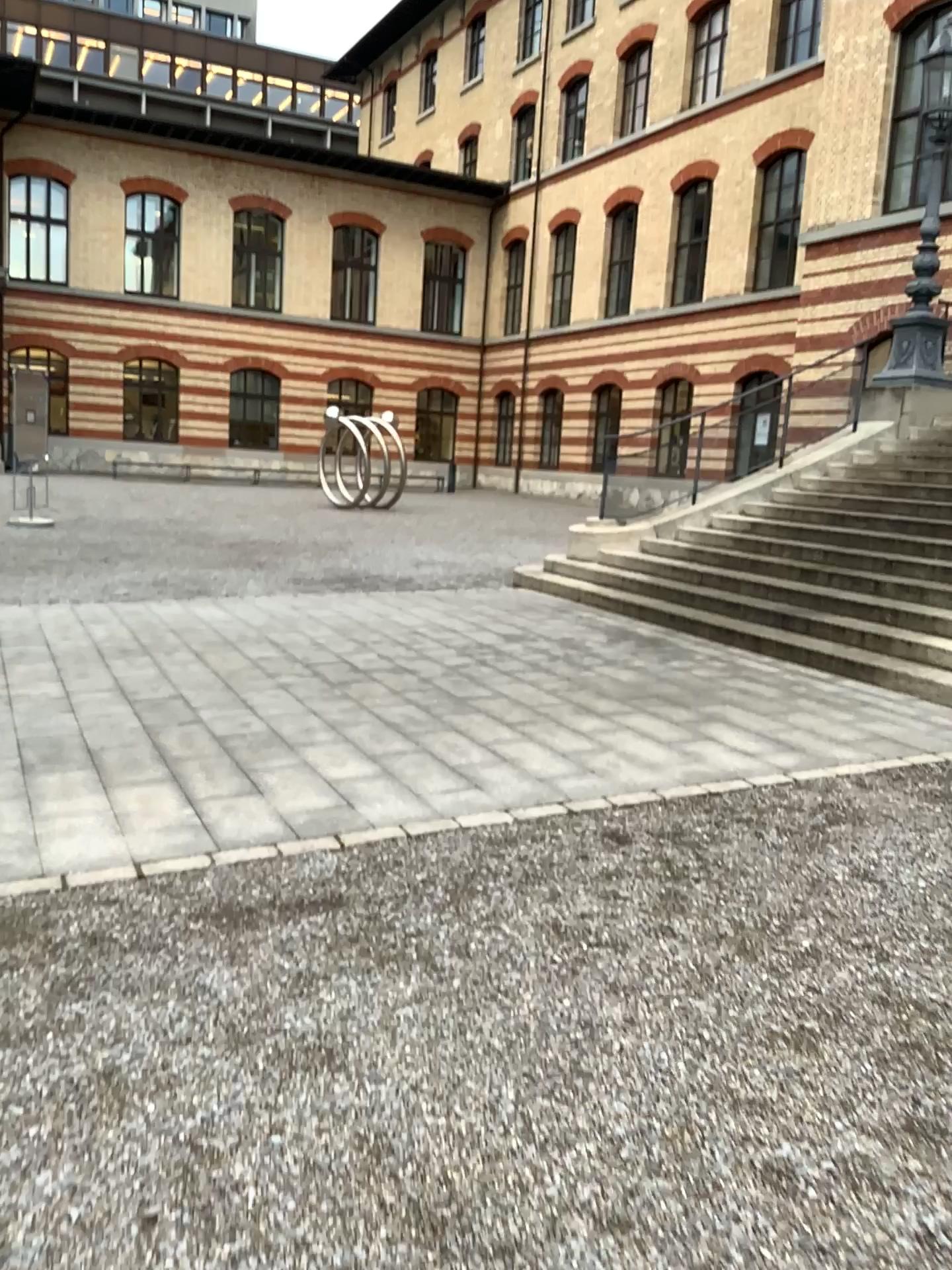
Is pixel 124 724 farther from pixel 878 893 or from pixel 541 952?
pixel 878 893
